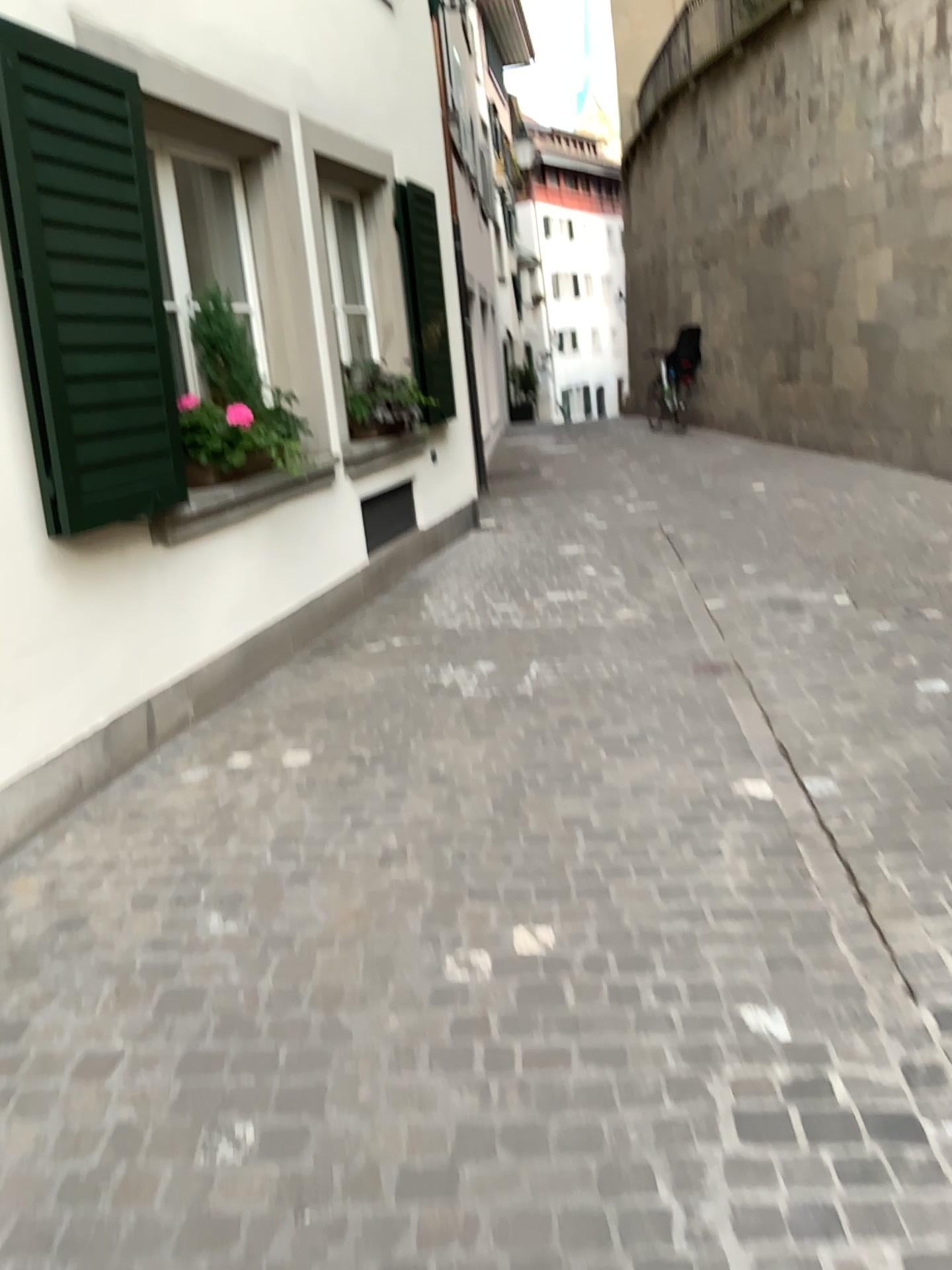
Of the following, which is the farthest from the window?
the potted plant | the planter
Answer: the planter

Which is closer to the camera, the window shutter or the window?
the window shutter

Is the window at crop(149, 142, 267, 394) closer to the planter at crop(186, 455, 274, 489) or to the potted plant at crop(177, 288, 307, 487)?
the potted plant at crop(177, 288, 307, 487)

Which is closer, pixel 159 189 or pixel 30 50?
pixel 30 50

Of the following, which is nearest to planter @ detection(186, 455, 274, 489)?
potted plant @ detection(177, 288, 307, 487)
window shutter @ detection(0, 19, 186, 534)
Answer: potted plant @ detection(177, 288, 307, 487)

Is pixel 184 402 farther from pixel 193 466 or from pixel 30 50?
pixel 30 50

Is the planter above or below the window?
below

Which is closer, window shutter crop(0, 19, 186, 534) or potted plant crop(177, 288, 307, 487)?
window shutter crop(0, 19, 186, 534)

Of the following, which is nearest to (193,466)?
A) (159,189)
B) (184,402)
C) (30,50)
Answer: (184,402)

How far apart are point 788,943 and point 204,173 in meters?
4.2
